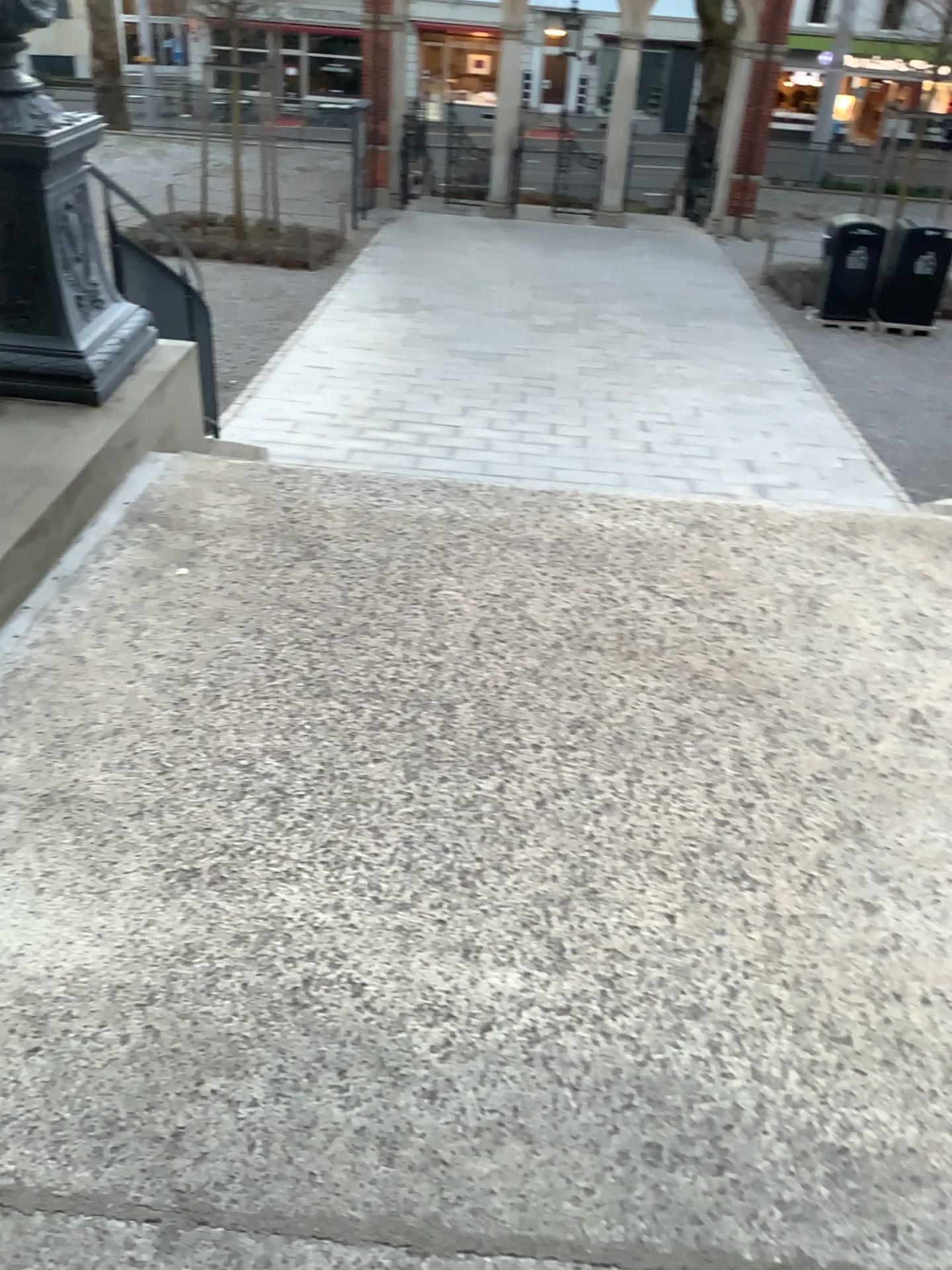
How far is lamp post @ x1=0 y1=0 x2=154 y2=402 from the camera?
3.12m

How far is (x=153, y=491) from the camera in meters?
3.2 m

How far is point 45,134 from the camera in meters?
3.1
